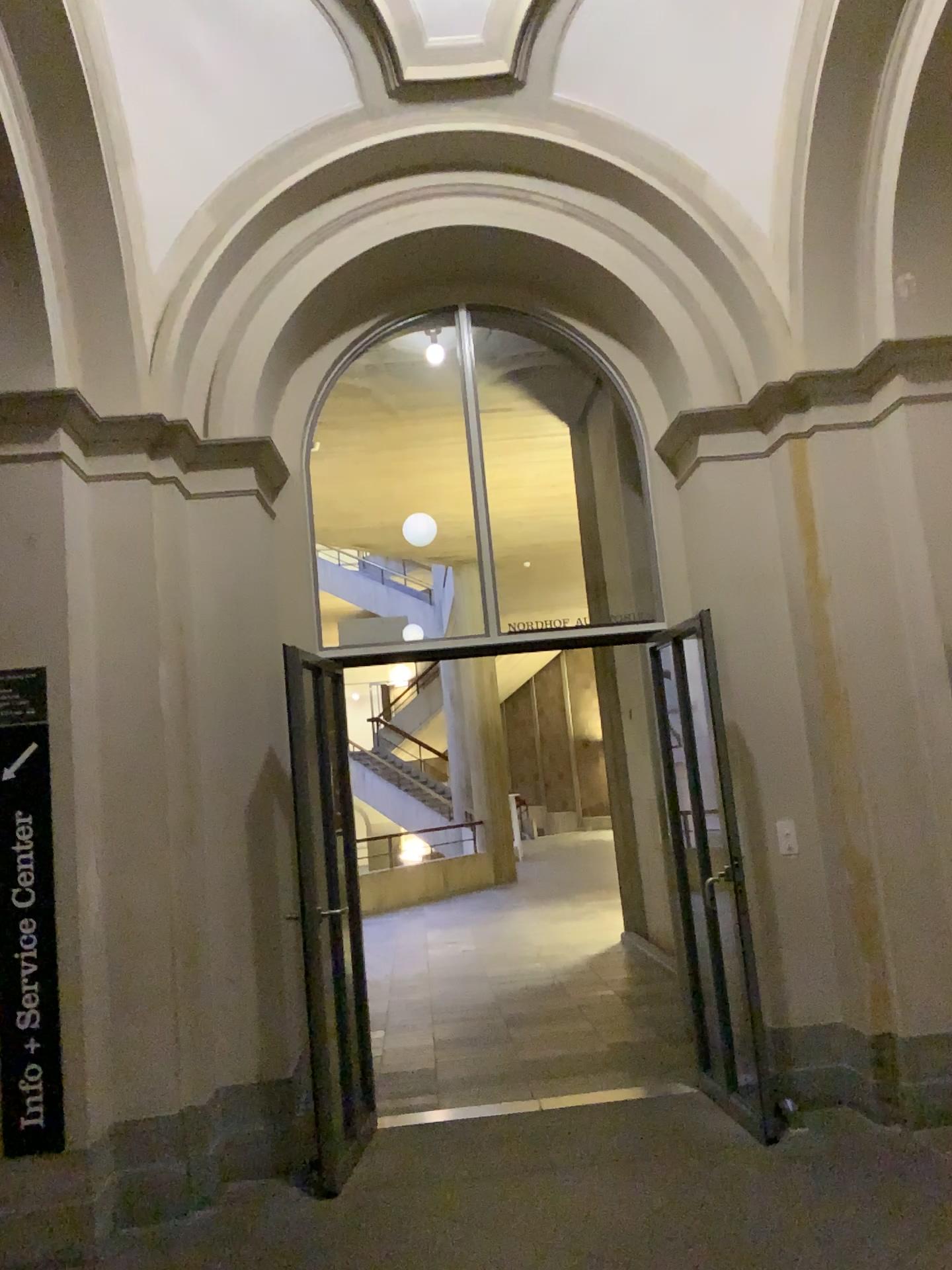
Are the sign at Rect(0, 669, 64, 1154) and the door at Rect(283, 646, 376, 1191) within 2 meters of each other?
yes

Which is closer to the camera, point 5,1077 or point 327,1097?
point 5,1077

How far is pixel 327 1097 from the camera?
4.4 meters

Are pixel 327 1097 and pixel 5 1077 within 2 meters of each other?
yes

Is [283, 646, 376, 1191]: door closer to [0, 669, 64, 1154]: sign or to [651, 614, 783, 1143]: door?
[0, 669, 64, 1154]: sign

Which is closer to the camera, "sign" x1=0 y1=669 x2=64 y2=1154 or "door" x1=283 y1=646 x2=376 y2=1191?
"sign" x1=0 y1=669 x2=64 y2=1154

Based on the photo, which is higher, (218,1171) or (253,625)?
(253,625)

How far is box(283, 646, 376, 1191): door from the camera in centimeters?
436cm

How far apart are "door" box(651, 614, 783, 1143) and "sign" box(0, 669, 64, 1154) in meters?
2.5 m

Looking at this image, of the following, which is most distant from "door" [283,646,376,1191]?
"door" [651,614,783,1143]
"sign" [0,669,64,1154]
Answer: "door" [651,614,783,1143]
